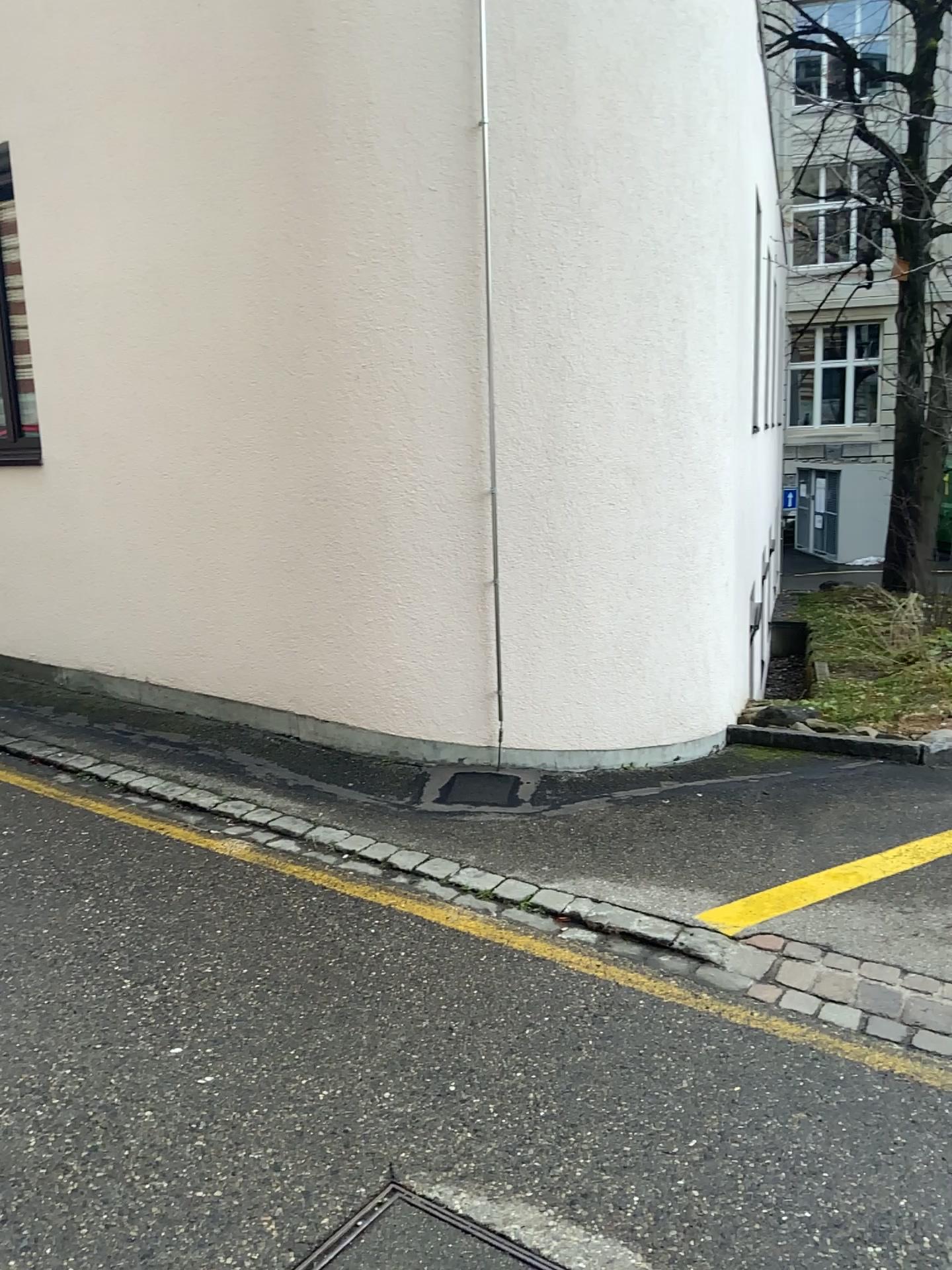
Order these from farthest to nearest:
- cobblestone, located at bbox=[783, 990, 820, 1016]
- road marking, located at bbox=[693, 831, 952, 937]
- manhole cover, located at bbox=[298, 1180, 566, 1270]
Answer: road marking, located at bbox=[693, 831, 952, 937]
cobblestone, located at bbox=[783, 990, 820, 1016]
manhole cover, located at bbox=[298, 1180, 566, 1270]

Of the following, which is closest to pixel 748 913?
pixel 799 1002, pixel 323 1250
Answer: pixel 799 1002

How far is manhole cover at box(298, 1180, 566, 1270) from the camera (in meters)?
1.99

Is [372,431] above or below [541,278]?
below

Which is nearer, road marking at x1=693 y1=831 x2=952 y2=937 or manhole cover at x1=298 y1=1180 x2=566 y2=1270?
manhole cover at x1=298 y1=1180 x2=566 y2=1270

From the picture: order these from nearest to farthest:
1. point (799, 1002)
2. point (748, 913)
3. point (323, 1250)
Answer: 1. point (323, 1250)
2. point (799, 1002)
3. point (748, 913)

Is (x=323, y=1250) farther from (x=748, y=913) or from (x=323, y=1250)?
(x=748, y=913)

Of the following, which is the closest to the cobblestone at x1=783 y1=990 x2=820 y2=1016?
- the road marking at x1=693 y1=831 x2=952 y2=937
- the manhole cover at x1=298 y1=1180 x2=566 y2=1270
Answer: the road marking at x1=693 y1=831 x2=952 y2=937

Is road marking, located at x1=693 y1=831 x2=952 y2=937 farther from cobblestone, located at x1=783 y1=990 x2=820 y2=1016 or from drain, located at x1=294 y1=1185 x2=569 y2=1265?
drain, located at x1=294 y1=1185 x2=569 y2=1265
